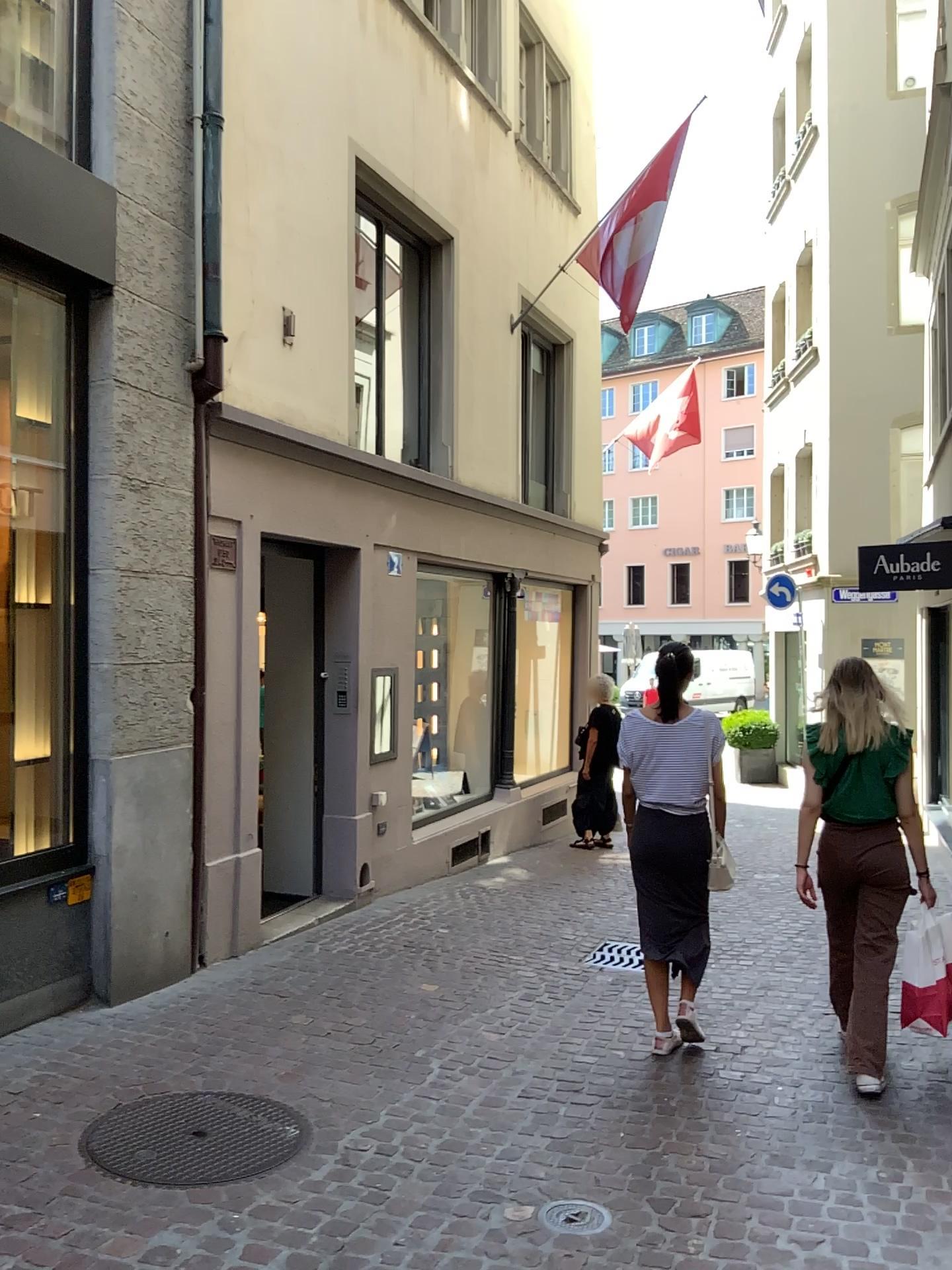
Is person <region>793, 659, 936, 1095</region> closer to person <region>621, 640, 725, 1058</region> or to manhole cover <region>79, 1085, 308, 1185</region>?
person <region>621, 640, 725, 1058</region>

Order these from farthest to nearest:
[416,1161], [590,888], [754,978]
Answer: [590,888] → [754,978] → [416,1161]

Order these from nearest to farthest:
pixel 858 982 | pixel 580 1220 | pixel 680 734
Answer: pixel 580 1220
pixel 858 982
pixel 680 734

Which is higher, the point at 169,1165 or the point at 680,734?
the point at 680,734

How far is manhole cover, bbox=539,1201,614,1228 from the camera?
2.90m

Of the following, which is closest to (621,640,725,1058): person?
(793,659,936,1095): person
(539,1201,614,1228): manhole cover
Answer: (793,659,936,1095): person

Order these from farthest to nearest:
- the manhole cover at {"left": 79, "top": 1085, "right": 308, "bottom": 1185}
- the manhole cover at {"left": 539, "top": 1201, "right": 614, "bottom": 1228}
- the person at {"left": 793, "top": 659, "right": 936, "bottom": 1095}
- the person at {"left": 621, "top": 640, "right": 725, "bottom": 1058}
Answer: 1. the person at {"left": 621, "top": 640, "right": 725, "bottom": 1058}
2. the person at {"left": 793, "top": 659, "right": 936, "bottom": 1095}
3. the manhole cover at {"left": 79, "top": 1085, "right": 308, "bottom": 1185}
4. the manhole cover at {"left": 539, "top": 1201, "right": 614, "bottom": 1228}

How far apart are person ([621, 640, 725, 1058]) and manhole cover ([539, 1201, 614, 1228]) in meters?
1.4 m

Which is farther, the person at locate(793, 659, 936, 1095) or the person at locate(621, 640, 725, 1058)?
the person at locate(621, 640, 725, 1058)

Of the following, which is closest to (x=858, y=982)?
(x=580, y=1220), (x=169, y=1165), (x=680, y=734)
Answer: (x=680, y=734)
